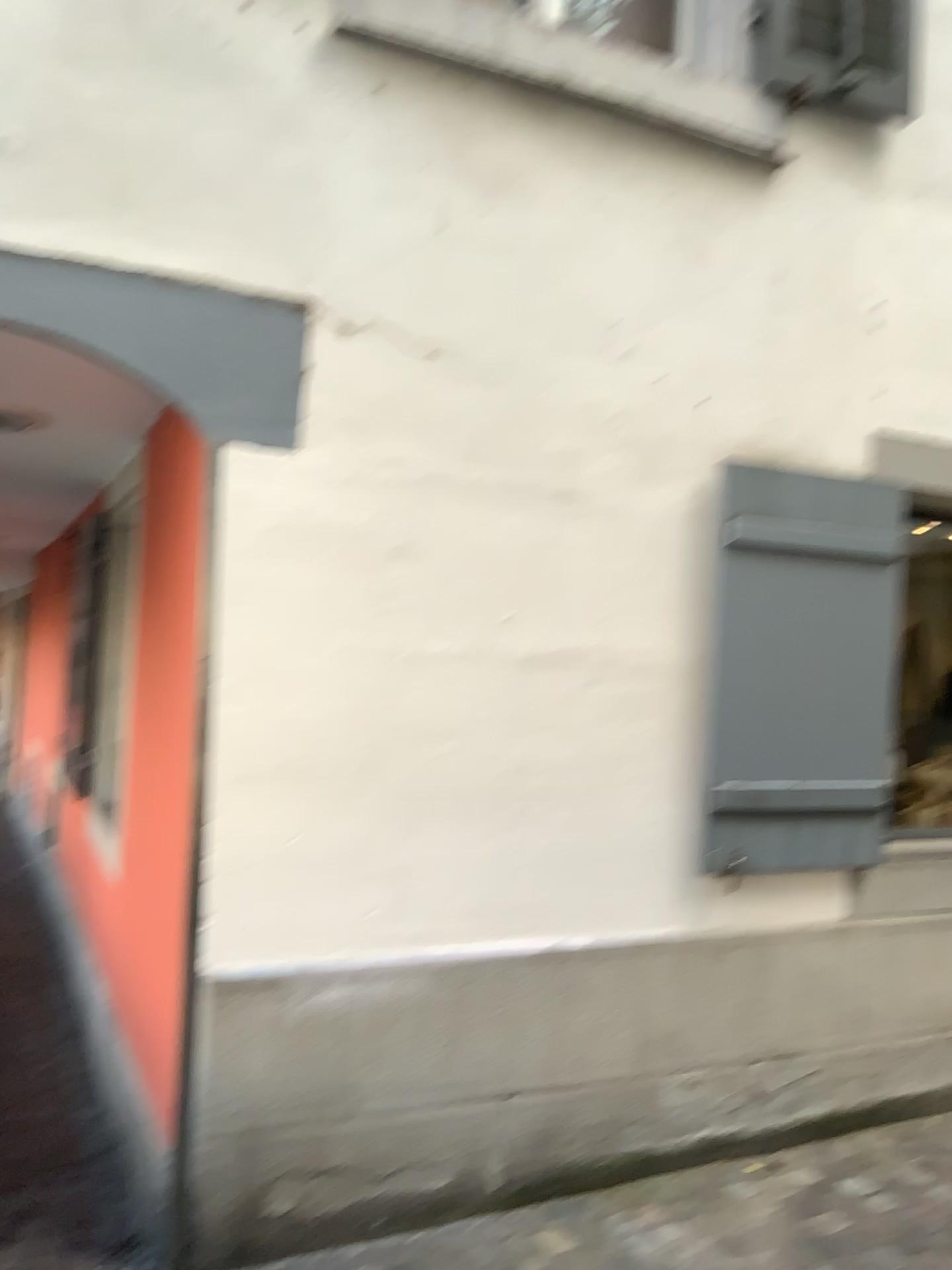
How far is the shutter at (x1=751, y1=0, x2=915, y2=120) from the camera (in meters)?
3.21

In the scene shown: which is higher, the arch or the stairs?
the arch

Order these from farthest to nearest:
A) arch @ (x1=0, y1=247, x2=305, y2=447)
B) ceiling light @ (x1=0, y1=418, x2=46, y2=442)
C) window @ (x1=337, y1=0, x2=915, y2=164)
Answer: ceiling light @ (x1=0, y1=418, x2=46, y2=442) → window @ (x1=337, y1=0, x2=915, y2=164) → arch @ (x1=0, y1=247, x2=305, y2=447)

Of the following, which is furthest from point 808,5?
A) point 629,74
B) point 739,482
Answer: point 739,482

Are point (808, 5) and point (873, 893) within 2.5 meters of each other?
no

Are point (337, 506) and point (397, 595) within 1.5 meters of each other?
yes

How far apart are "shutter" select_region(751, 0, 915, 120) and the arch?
1.69m

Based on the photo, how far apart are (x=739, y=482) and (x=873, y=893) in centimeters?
145cm

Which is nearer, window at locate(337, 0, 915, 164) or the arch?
the arch

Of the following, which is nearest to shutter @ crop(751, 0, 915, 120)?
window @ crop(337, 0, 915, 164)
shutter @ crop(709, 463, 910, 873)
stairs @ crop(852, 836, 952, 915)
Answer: window @ crop(337, 0, 915, 164)
